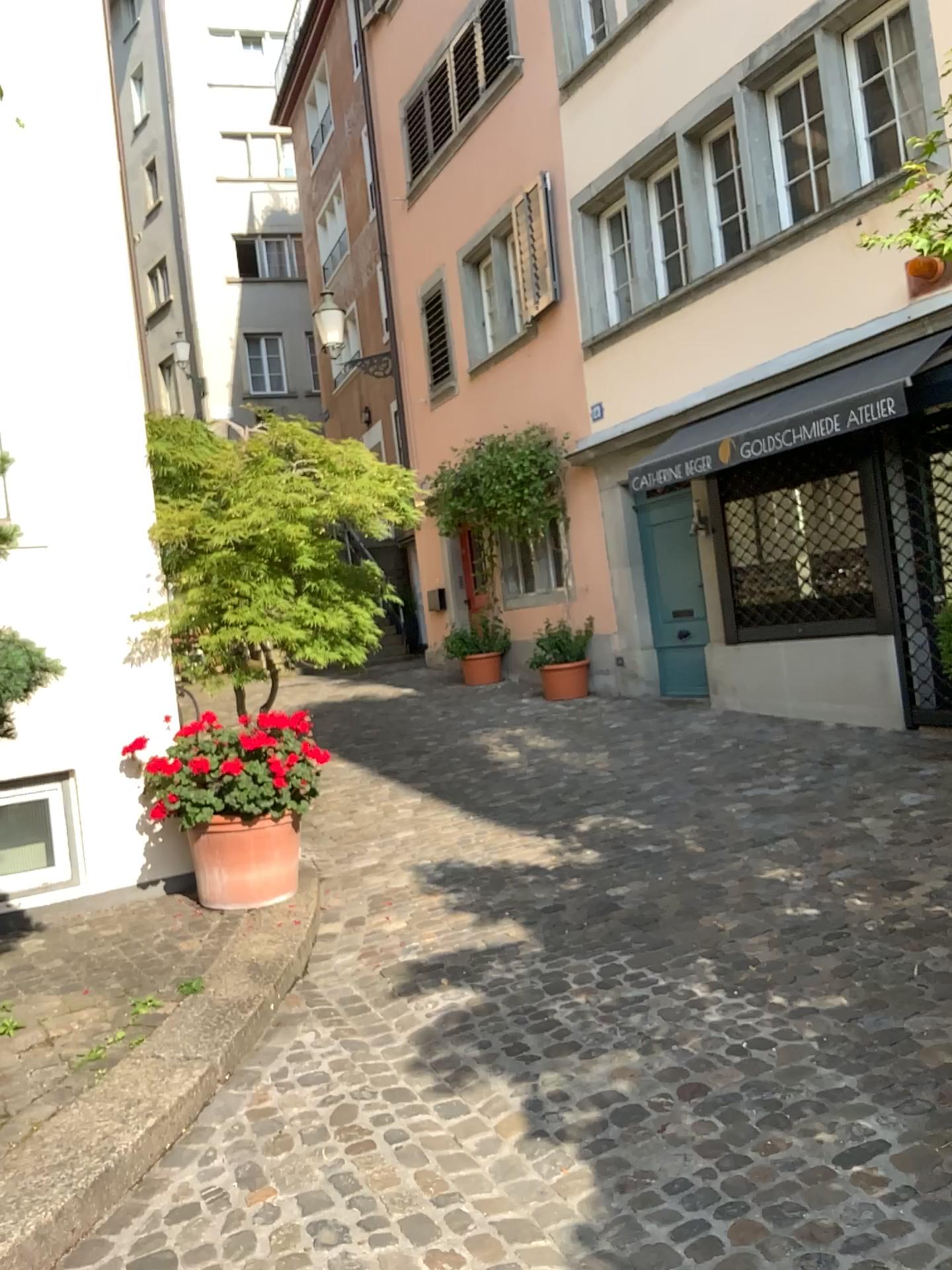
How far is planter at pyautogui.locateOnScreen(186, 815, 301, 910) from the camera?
4.69m

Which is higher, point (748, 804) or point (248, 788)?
point (248, 788)

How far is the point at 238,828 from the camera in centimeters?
469cm
